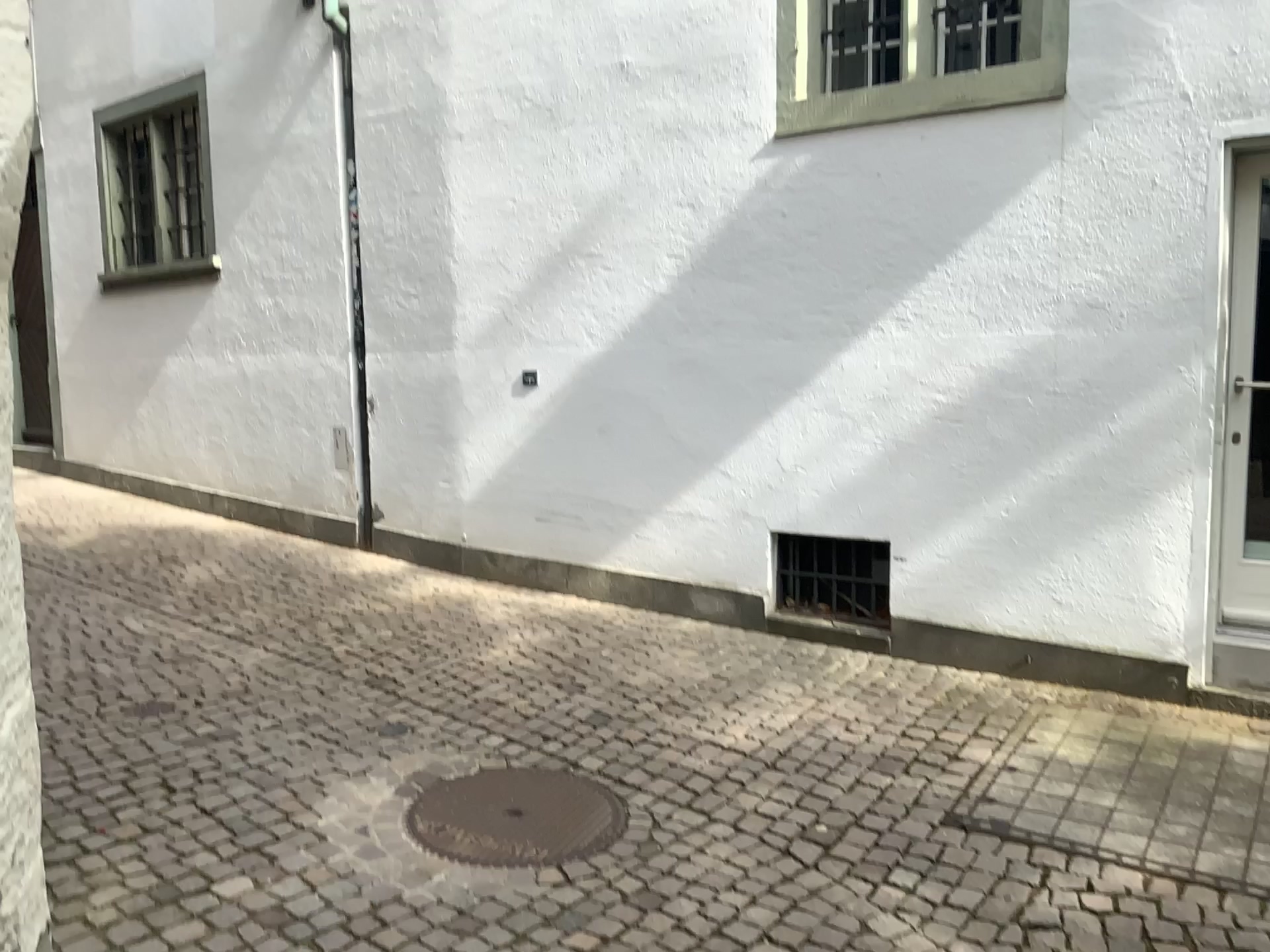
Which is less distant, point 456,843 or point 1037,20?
point 456,843

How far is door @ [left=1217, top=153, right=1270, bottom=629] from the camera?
4.0 meters

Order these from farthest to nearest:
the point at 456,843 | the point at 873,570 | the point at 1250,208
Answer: the point at 873,570 < the point at 1250,208 < the point at 456,843

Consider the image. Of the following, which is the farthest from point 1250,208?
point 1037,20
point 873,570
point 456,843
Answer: point 456,843

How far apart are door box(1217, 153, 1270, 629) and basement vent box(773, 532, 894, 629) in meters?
1.4 m

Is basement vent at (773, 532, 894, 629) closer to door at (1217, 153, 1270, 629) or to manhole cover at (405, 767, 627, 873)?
door at (1217, 153, 1270, 629)

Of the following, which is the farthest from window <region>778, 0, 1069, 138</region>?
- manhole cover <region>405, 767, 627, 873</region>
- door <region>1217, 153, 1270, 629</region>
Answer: manhole cover <region>405, 767, 627, 873</region>

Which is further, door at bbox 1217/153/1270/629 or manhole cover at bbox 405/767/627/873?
door at bbox 1217/153/1270/629

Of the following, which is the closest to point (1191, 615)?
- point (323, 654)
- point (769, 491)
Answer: point (769, 491)

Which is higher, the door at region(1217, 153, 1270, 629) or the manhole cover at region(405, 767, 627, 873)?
the door at region(1217, 153, 1270, 629)
